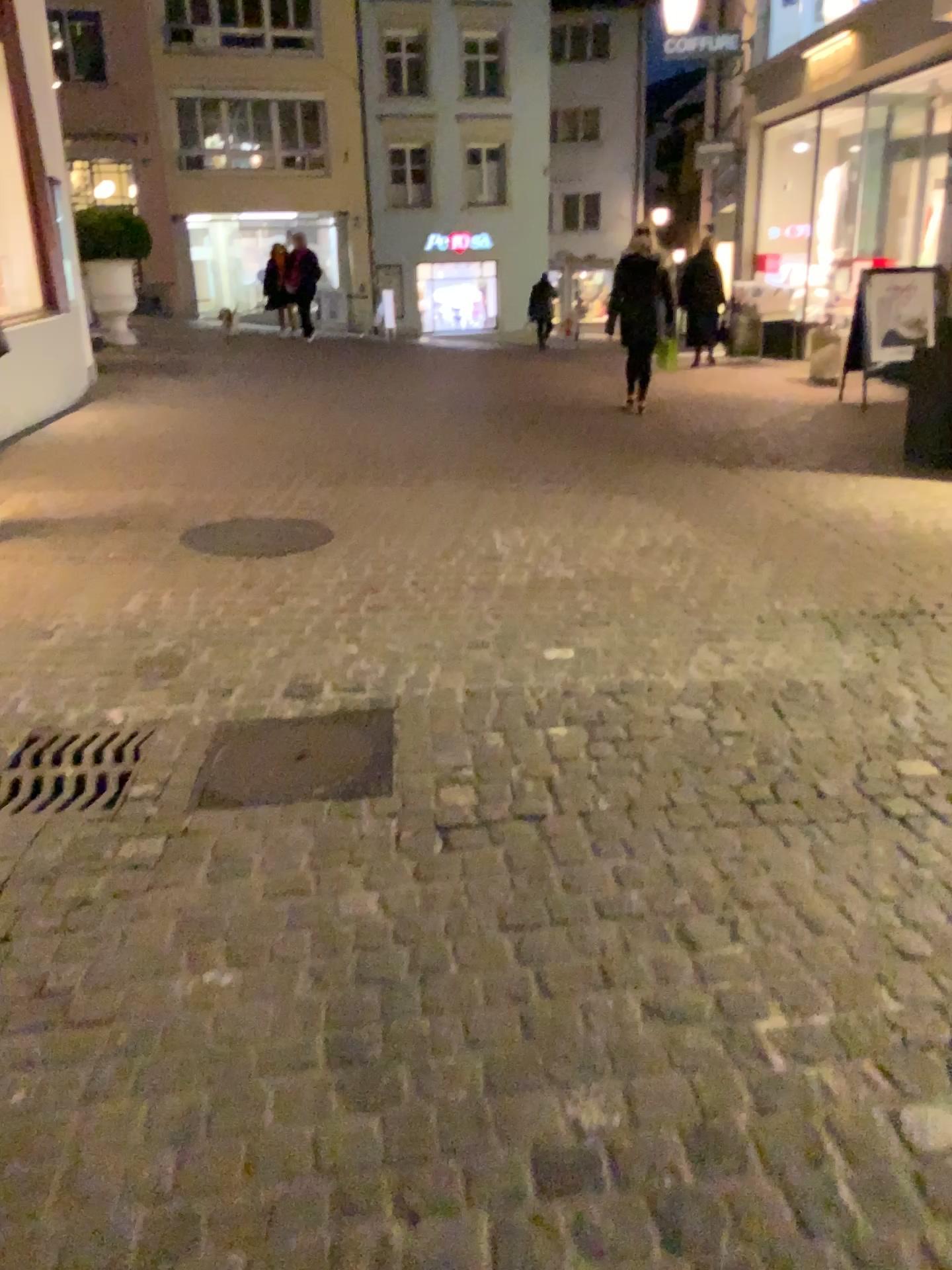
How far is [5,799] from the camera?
2.7 meters

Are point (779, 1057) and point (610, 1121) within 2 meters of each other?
yes

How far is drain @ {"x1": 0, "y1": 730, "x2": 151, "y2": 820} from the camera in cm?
269
